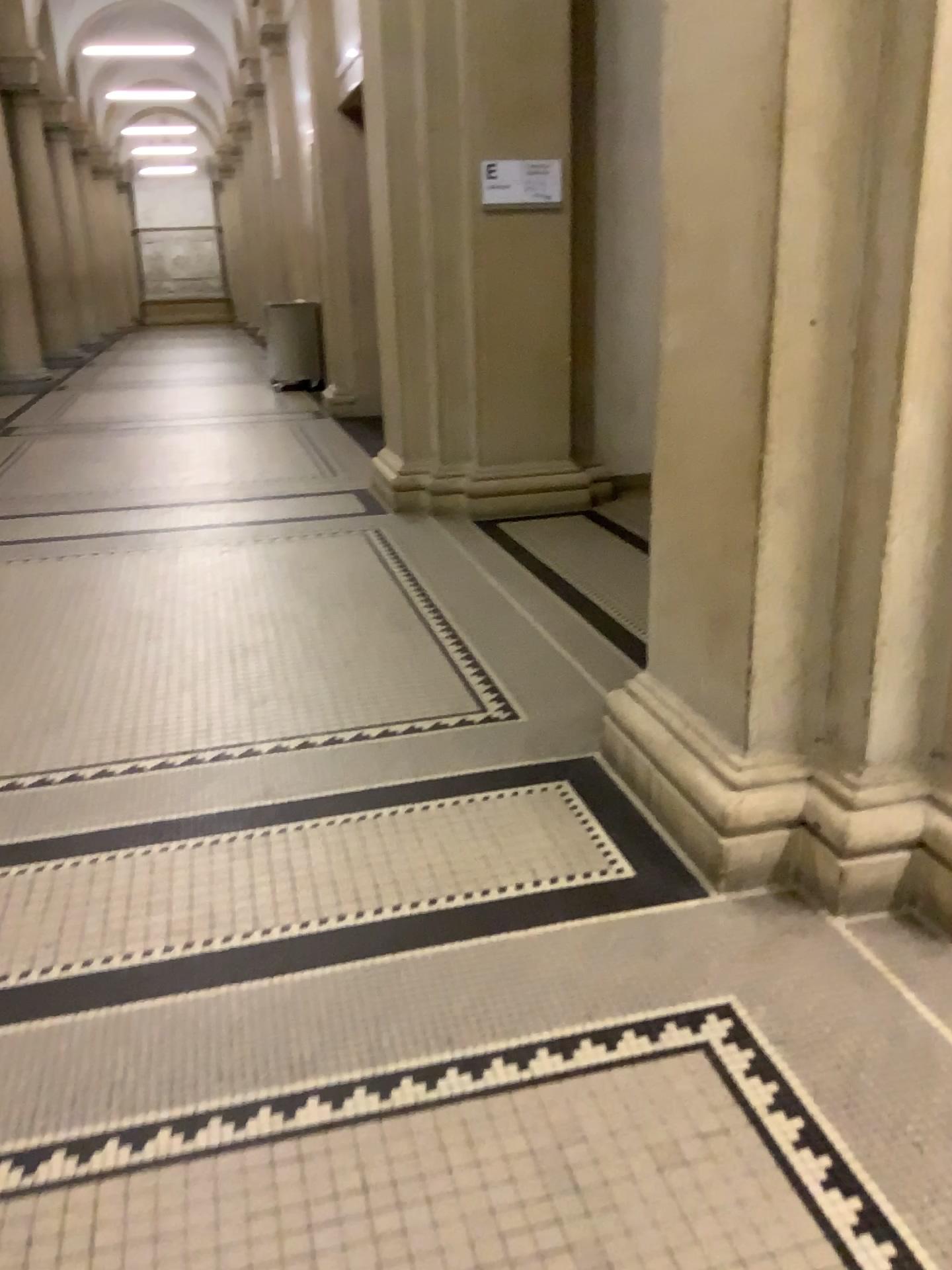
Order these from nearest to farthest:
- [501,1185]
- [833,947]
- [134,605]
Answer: [501,1185] < [833,947] < [134,605]
